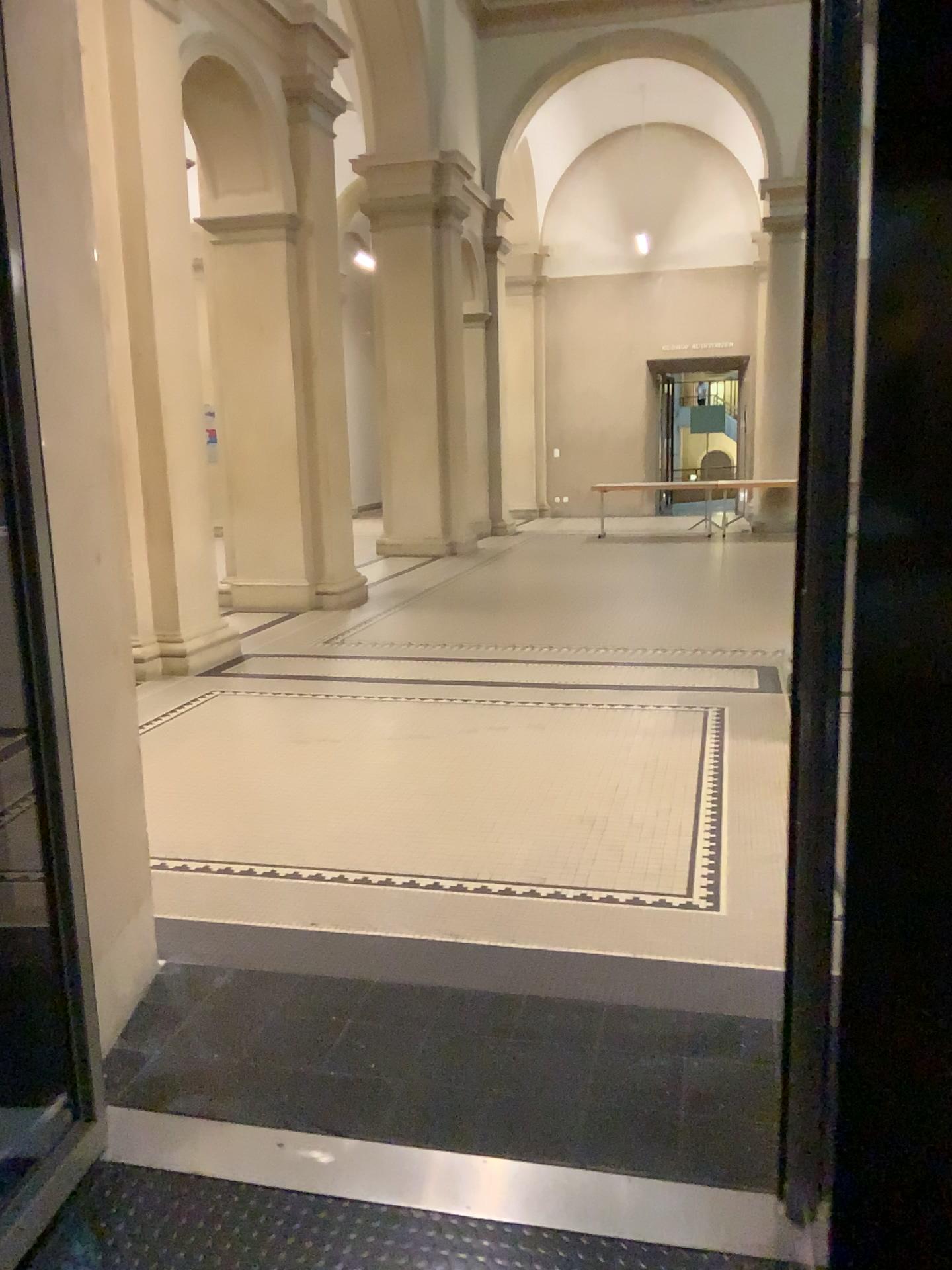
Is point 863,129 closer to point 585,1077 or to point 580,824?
point 585,1077
